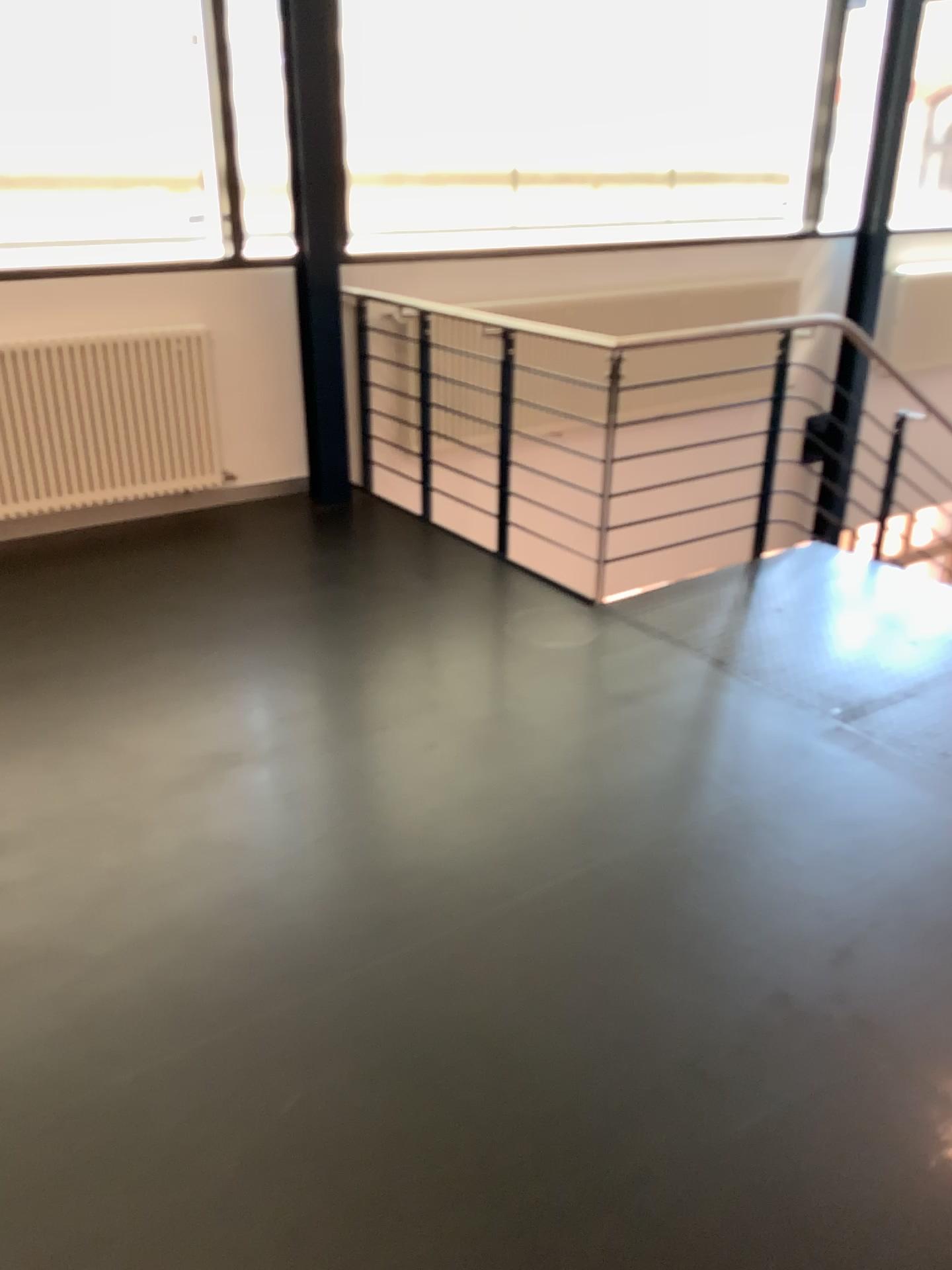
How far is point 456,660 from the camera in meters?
3.5
